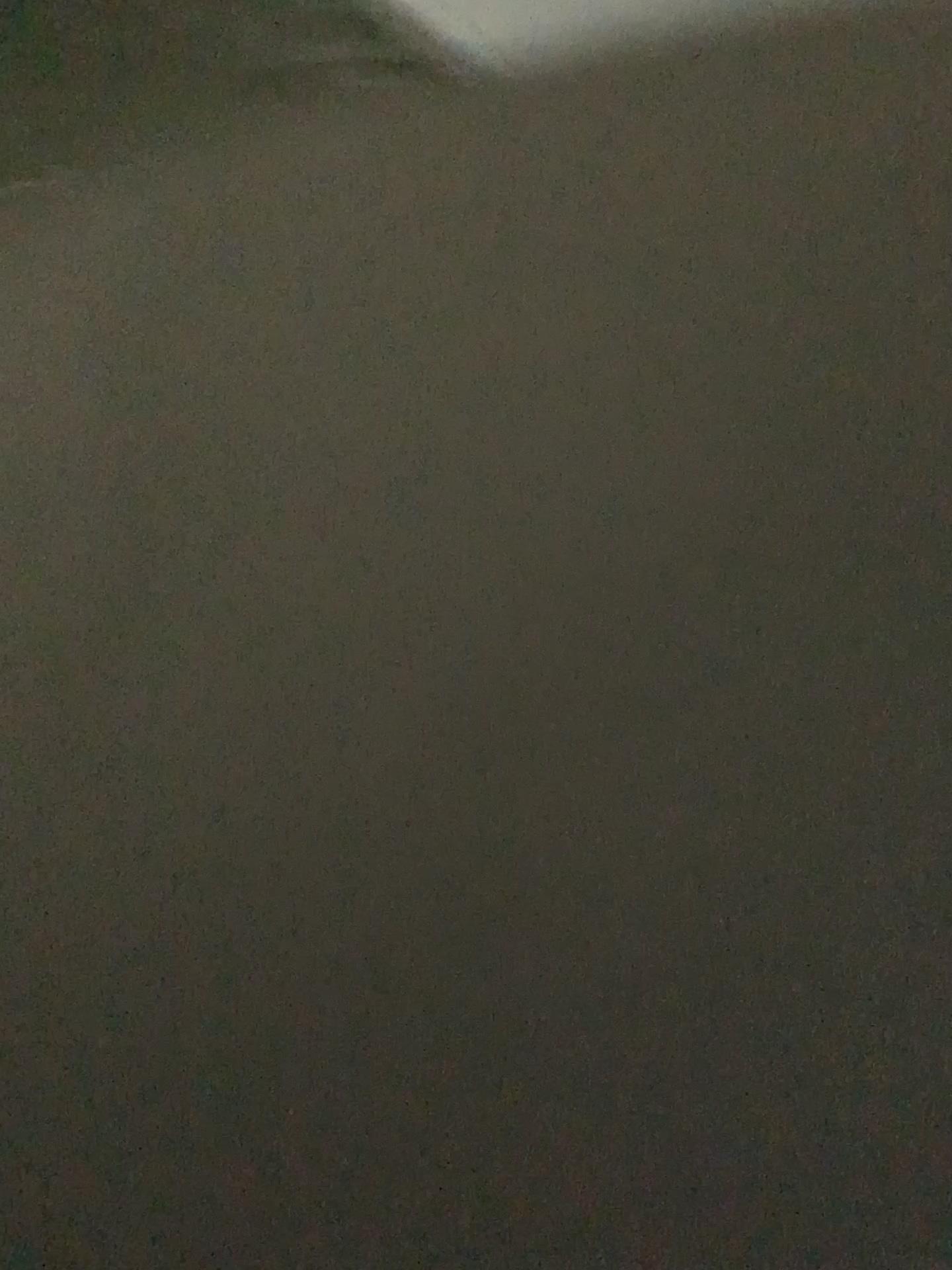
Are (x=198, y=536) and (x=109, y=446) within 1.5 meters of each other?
yes
